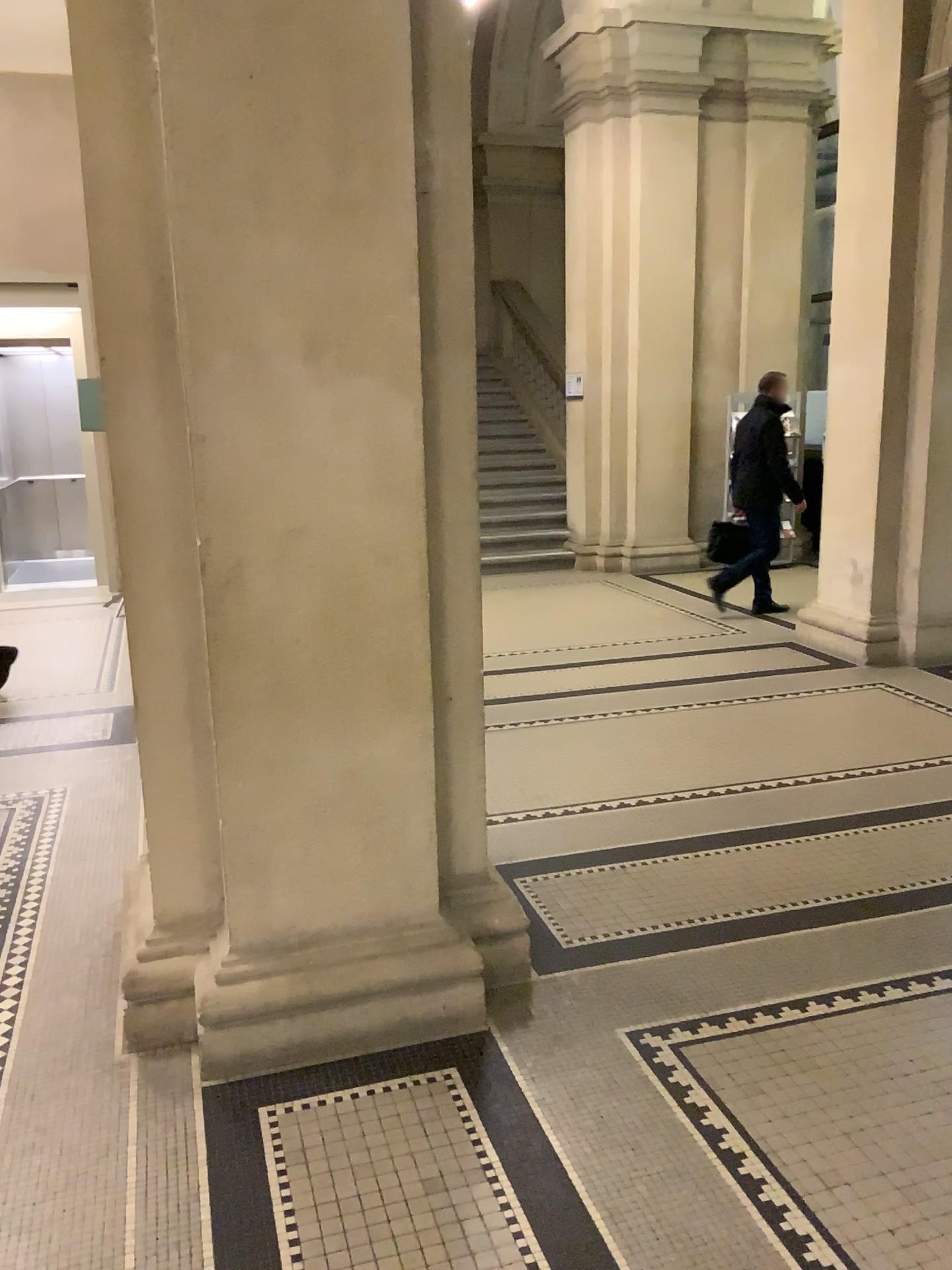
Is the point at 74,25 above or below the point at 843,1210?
above

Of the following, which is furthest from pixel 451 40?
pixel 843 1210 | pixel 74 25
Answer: pixel 843 1210

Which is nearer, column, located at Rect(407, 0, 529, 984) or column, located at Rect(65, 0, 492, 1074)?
column, located at Rect(65, 0, 492, 1074)

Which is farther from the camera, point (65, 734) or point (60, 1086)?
A: point (65, 734)

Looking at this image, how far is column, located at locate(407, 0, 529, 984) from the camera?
2.6 meters

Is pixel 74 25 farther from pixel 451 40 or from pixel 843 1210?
pixel 843 1210

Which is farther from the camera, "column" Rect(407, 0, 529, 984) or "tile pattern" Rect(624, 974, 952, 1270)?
"column" Rect(407, 0, 529, 984)
